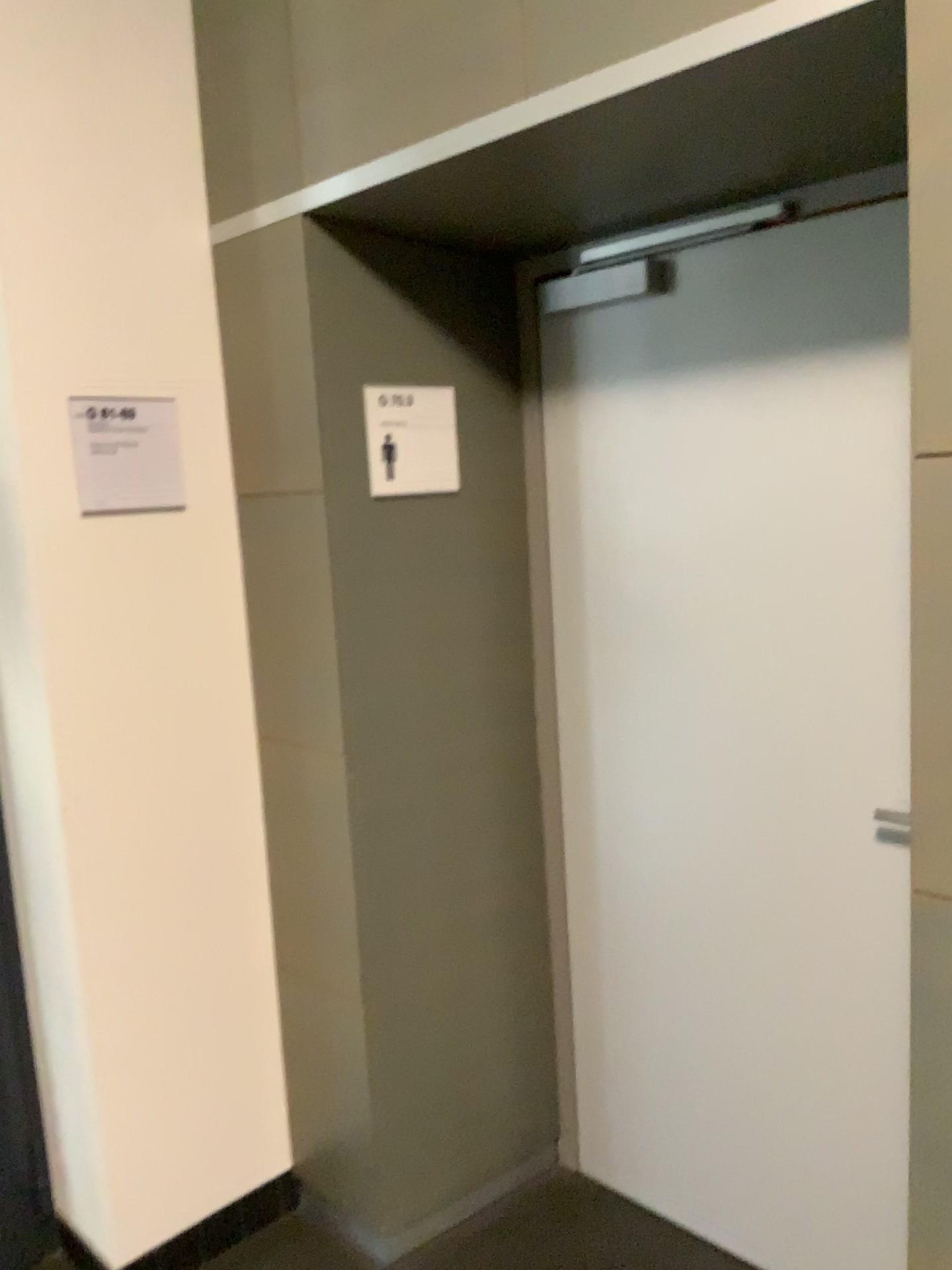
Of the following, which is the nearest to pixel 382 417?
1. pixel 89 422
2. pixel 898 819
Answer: pixel 89 422

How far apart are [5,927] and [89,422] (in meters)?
1.09

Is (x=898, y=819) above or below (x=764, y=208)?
below

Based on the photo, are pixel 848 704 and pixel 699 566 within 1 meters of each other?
yes

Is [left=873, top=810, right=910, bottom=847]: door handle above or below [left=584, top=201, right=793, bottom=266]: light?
below

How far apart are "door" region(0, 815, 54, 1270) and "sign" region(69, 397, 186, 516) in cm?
93

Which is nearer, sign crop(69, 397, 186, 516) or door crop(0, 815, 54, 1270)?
sign crop(69, 397, 186, 516)

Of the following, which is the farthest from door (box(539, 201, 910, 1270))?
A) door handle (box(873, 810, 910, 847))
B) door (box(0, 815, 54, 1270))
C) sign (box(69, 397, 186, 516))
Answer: door (box(0, 815, 54, 1270))

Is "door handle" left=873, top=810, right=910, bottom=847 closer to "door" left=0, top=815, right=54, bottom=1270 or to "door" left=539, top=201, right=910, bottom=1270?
"door" left=539, top=201, right=910, bottom=1270

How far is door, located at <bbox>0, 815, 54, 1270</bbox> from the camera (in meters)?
2.25
